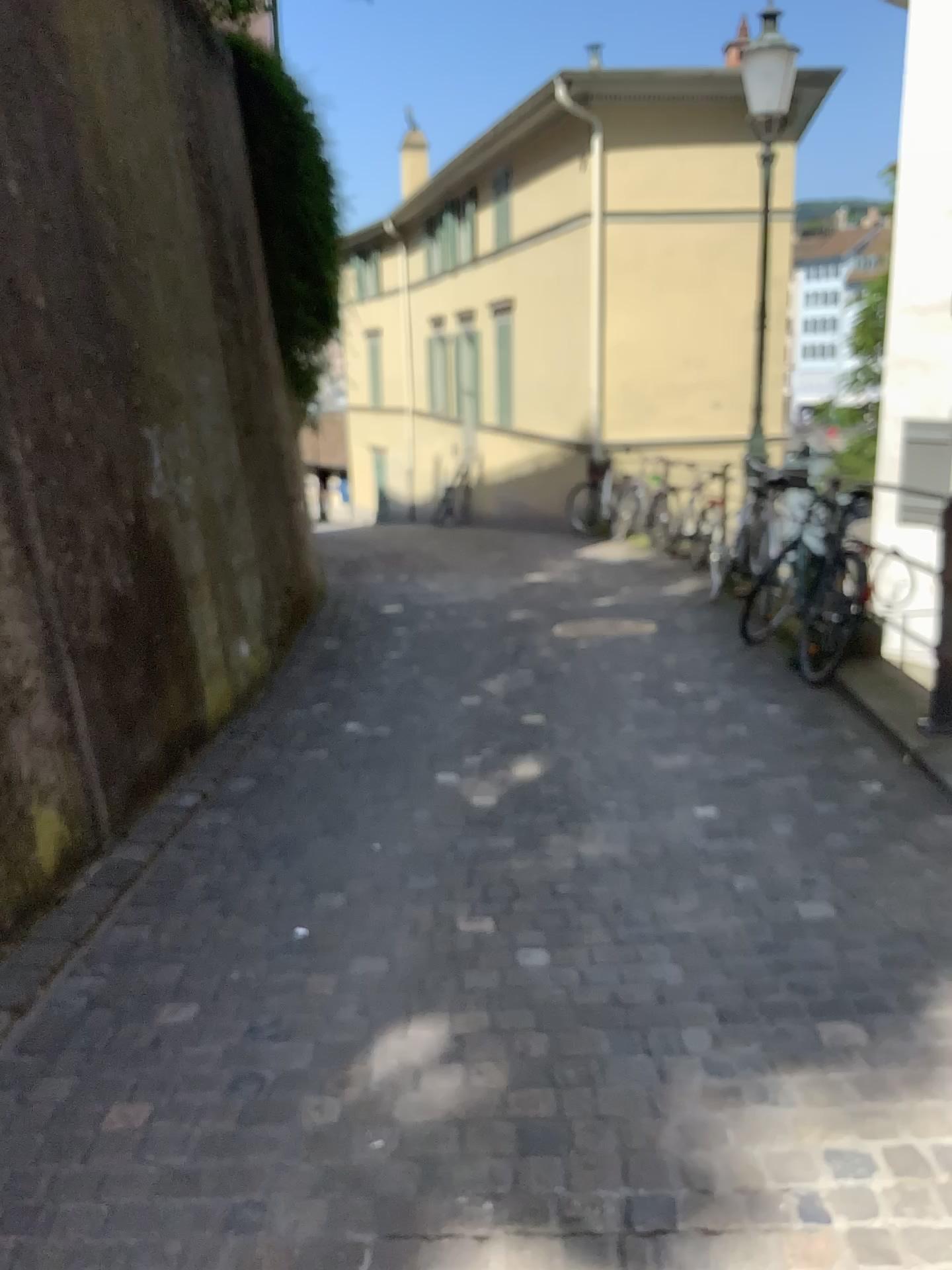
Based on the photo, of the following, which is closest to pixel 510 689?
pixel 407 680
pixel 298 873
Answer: pixel 407 680
